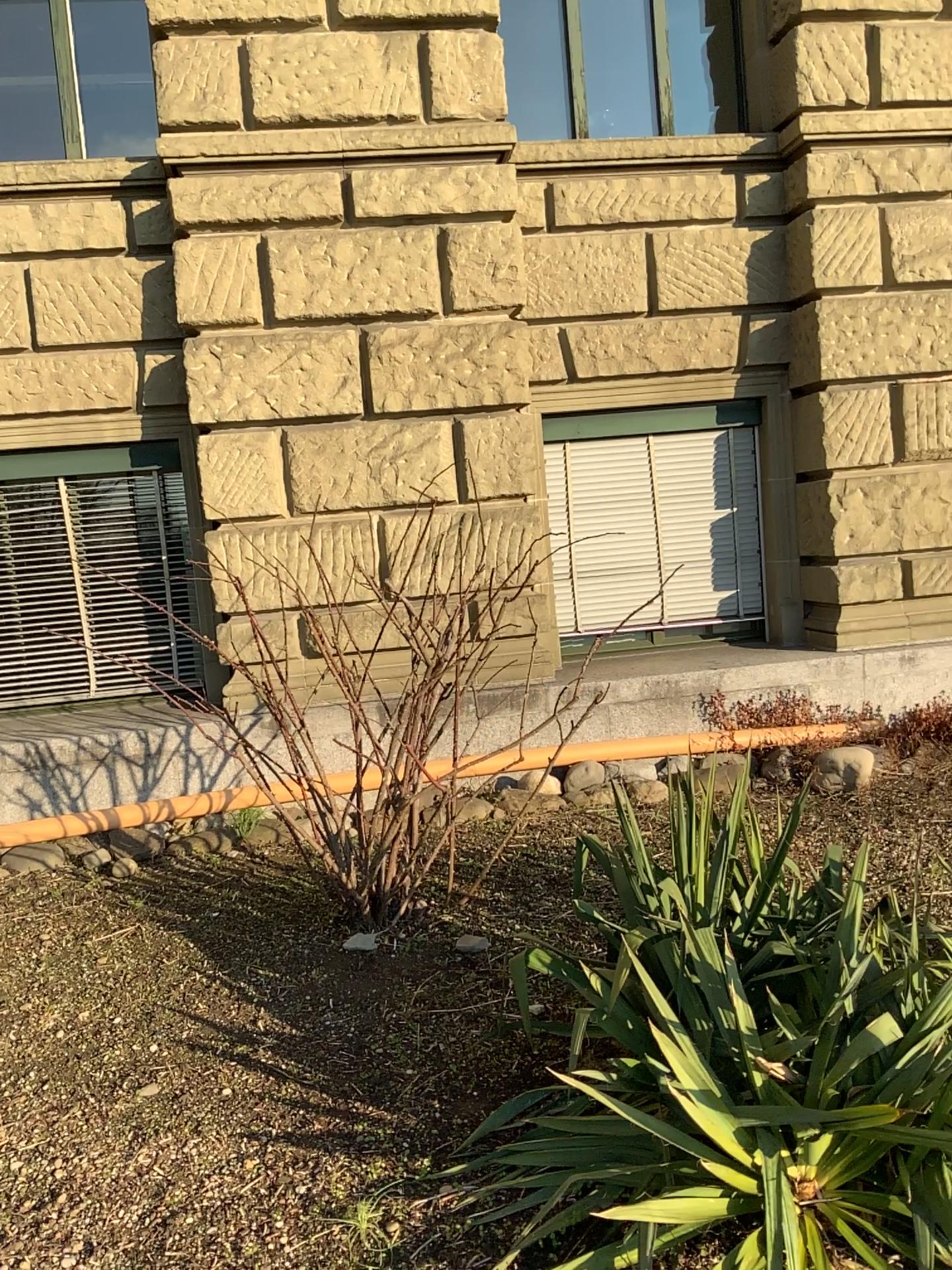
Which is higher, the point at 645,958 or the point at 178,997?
the point at 645,958
